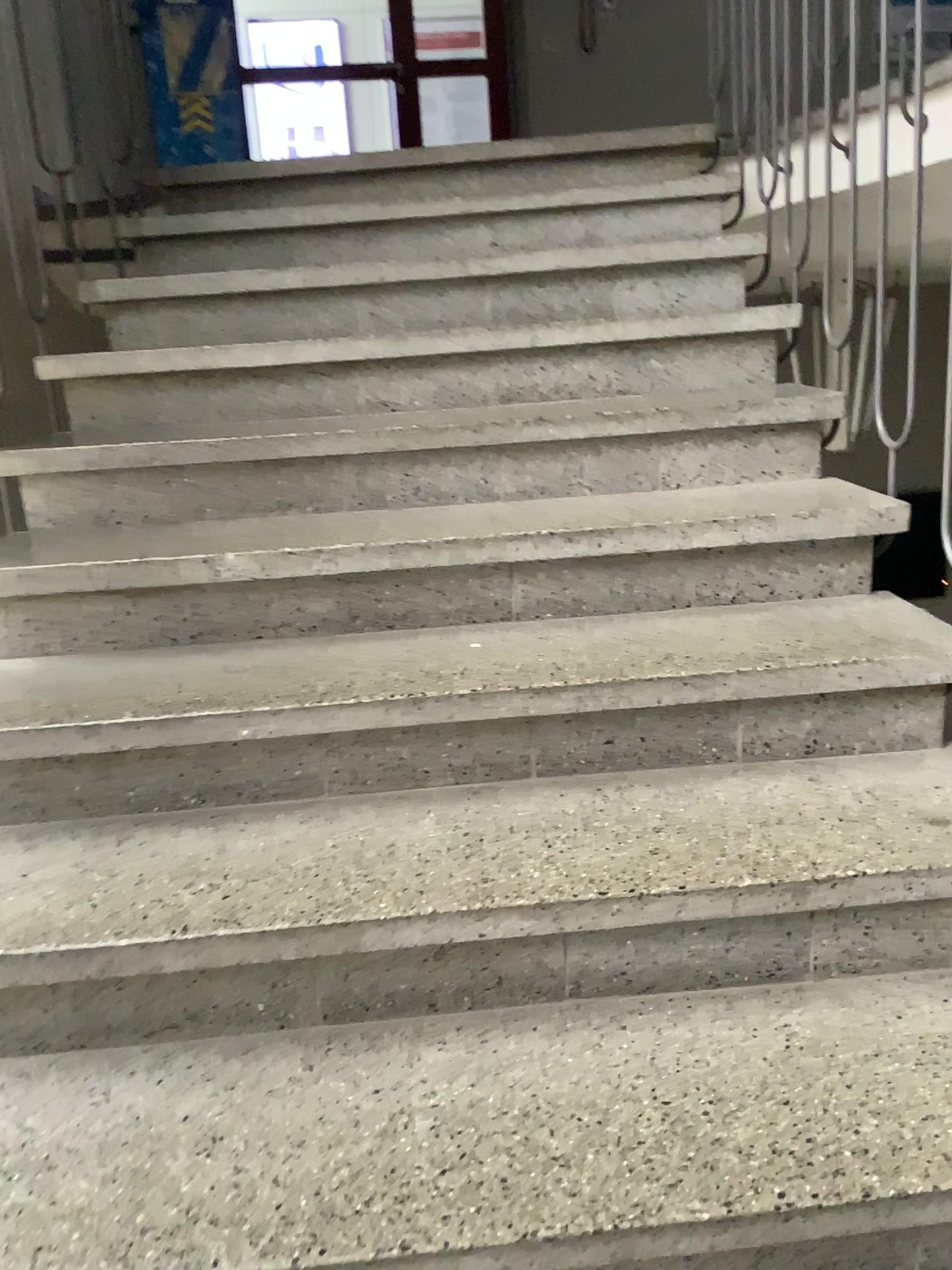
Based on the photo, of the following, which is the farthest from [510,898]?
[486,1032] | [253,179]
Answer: [253,179]
